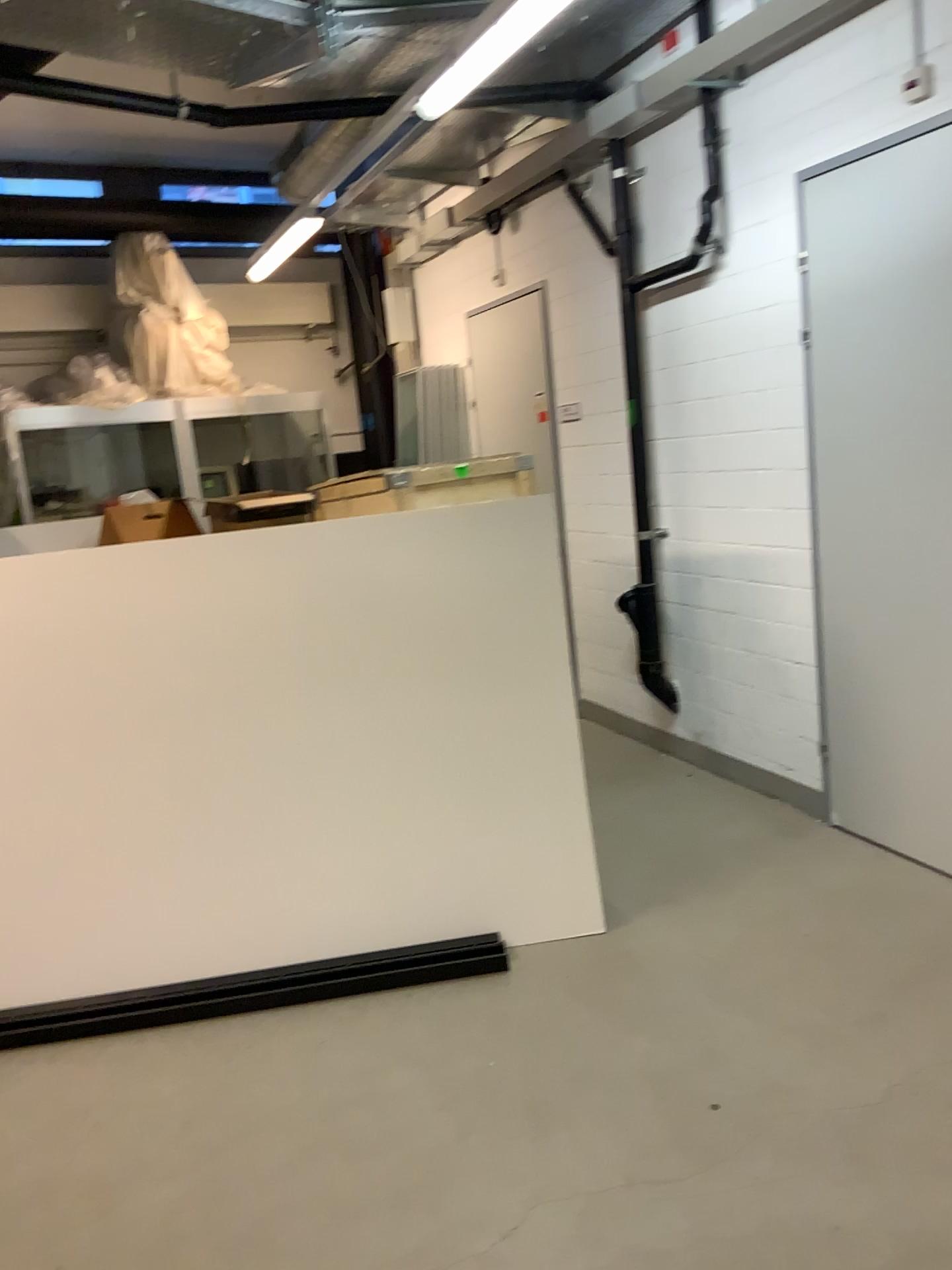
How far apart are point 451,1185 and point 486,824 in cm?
122
